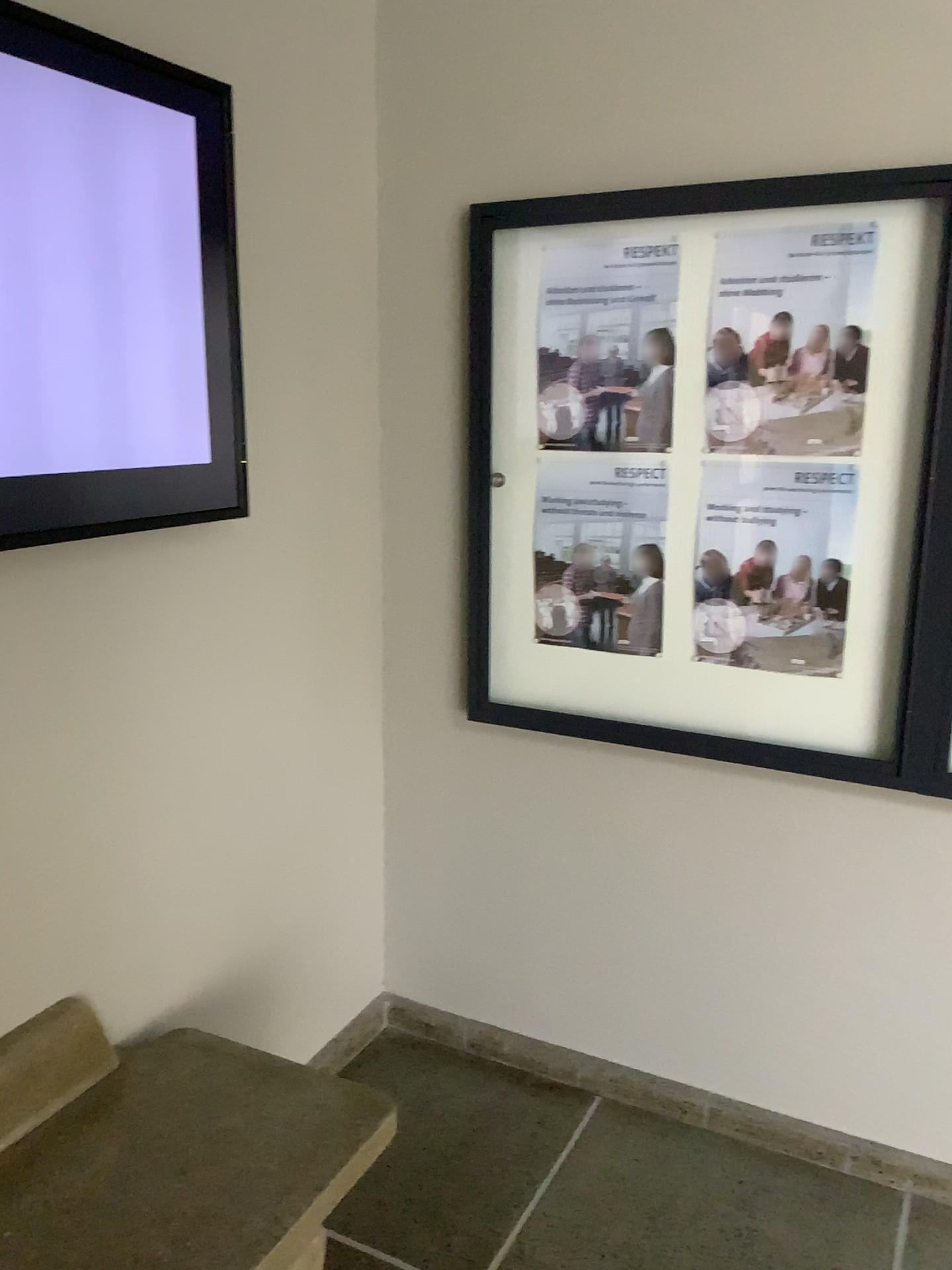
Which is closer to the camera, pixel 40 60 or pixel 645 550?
pixel 40 60

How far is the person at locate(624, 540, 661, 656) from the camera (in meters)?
2.23

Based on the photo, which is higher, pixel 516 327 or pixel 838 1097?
pixel 516 327

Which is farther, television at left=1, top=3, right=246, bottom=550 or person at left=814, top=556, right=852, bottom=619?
person at left=814, top=556, right=852, bottom=619

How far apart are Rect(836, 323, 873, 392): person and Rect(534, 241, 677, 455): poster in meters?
0.3

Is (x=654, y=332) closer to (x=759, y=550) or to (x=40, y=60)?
(x=759, y=550)

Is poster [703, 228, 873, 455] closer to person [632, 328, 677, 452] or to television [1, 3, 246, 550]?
person [632, 328, 677, 452]

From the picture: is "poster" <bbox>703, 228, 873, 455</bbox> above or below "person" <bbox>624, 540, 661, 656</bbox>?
above

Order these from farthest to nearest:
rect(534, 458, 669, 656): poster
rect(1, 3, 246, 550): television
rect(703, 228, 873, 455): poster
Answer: rect(534, 458, 669, 656): poster → rect(703, 228, 873, 455): poster → rect(1, 3, 246, 550): television

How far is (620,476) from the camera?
2.2m
